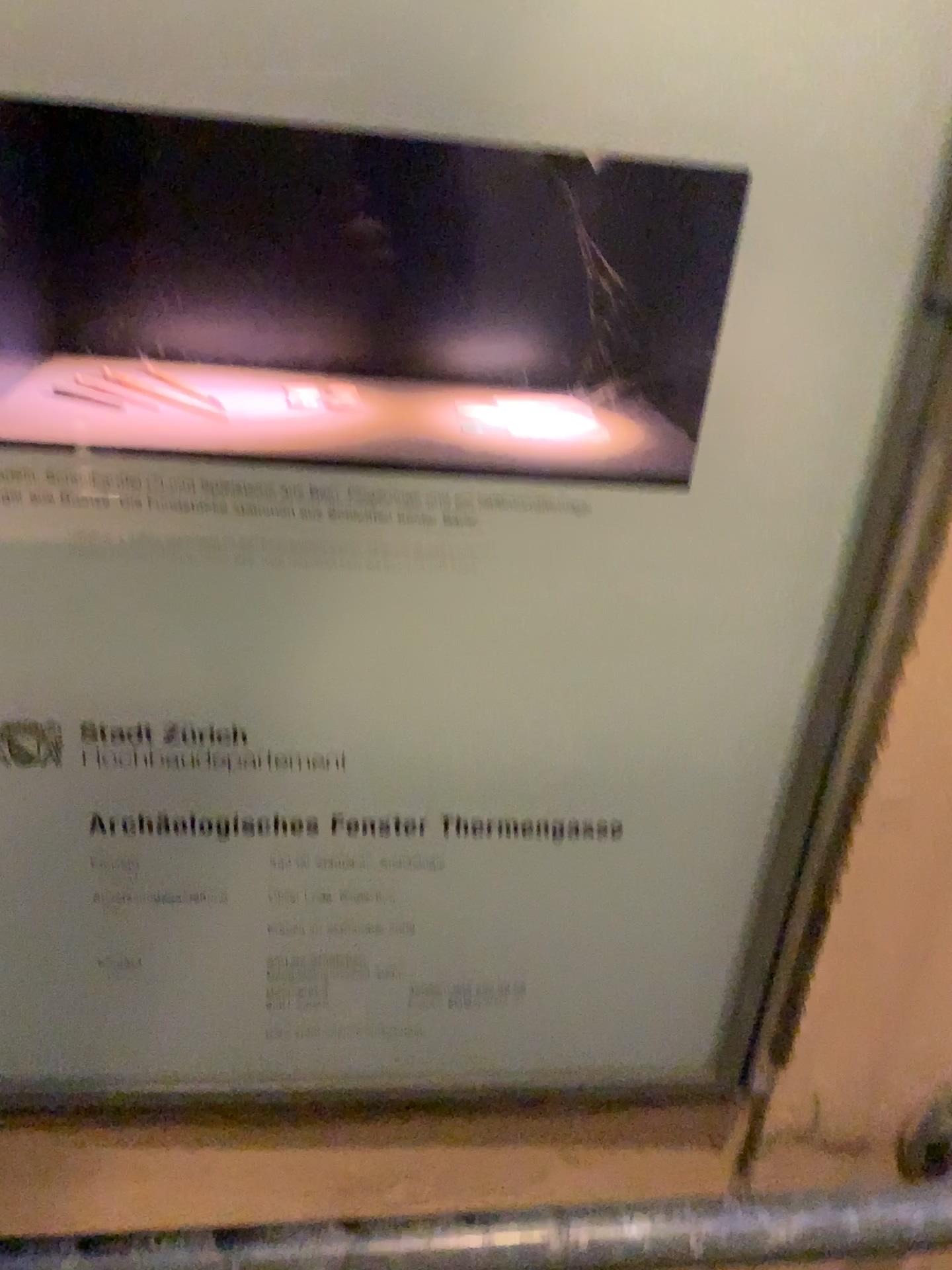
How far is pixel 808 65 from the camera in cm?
48

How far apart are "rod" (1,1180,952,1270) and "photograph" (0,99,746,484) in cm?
50

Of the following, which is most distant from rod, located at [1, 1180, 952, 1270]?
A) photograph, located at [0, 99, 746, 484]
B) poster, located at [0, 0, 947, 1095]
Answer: photograph, located at [0, 99, 746, 484]

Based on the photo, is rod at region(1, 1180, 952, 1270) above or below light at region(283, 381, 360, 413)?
below

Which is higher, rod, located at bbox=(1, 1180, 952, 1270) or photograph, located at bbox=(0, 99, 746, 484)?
photograph, located at bbox=(0, 99, 746, 484)

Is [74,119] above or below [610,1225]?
above

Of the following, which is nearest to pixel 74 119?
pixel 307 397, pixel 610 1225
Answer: pixel 307 397

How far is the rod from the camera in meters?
0.7 m

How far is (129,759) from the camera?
0.6m

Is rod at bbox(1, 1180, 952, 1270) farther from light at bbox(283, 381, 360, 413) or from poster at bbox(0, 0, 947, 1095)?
light at bbox(283, 381, 360, 413)
